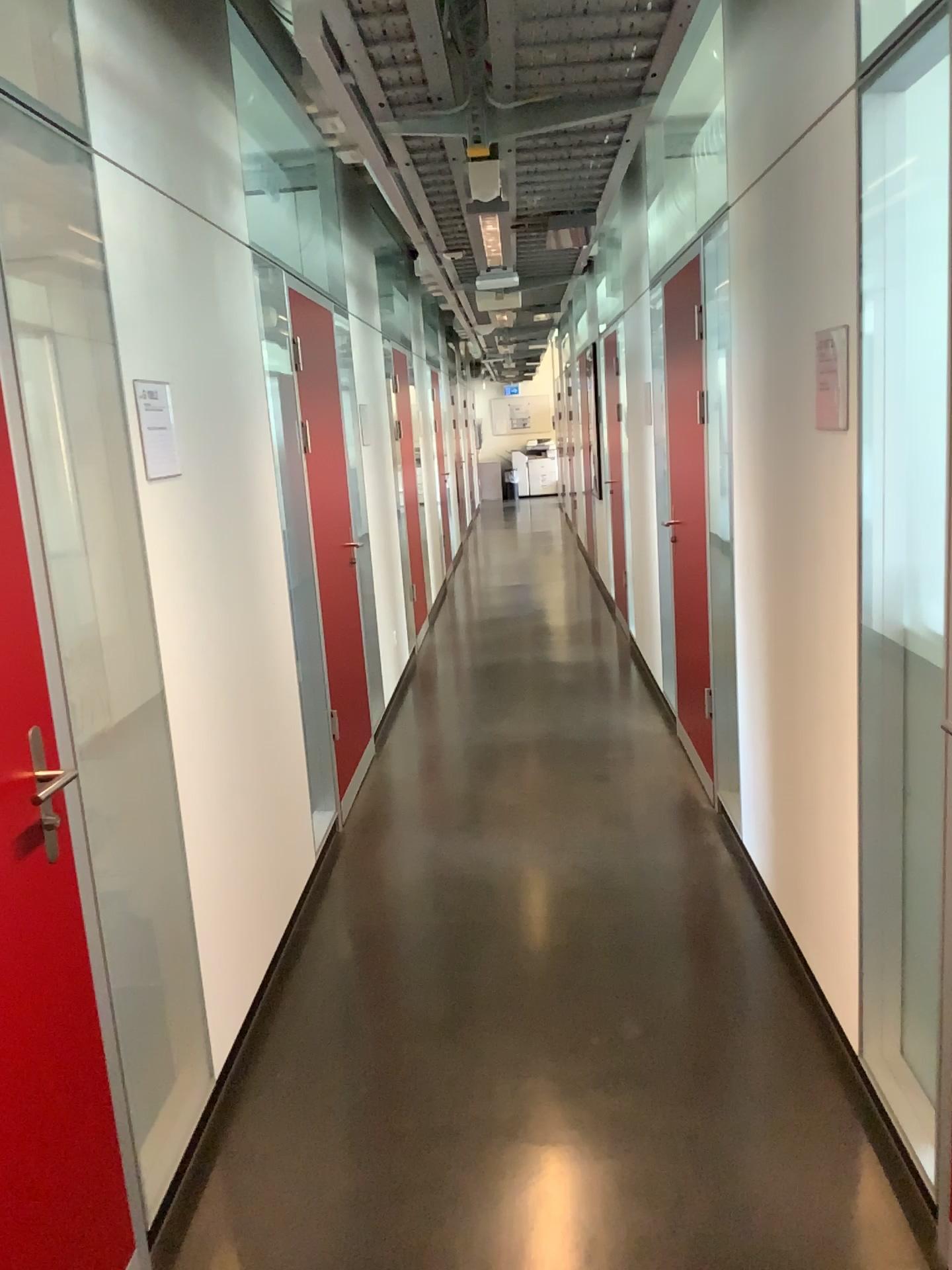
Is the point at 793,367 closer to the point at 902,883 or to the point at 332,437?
the point at 902,883

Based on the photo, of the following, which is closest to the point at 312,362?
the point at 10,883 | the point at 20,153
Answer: the point at 20,153

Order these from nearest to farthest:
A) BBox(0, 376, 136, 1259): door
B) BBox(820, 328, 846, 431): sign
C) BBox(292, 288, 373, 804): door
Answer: BBox(0, 376, 136, 1259): door, BBox(820, 328, 846, 431): sign, BBox(292, 288, 373, 804): door

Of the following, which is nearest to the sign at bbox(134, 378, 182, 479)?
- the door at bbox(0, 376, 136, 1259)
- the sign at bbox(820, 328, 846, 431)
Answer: the door at bbox(0, 376, 136, 1259)

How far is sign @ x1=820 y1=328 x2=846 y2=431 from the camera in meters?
2.1 m

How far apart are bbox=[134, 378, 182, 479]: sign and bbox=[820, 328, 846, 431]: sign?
1.5m

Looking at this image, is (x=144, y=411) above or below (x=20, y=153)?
below

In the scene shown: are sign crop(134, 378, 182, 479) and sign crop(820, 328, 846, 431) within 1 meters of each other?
no

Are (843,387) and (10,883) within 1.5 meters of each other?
no

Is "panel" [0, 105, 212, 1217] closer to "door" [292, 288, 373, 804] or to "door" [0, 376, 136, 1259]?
"door" [0, 376, 136, 1259]
